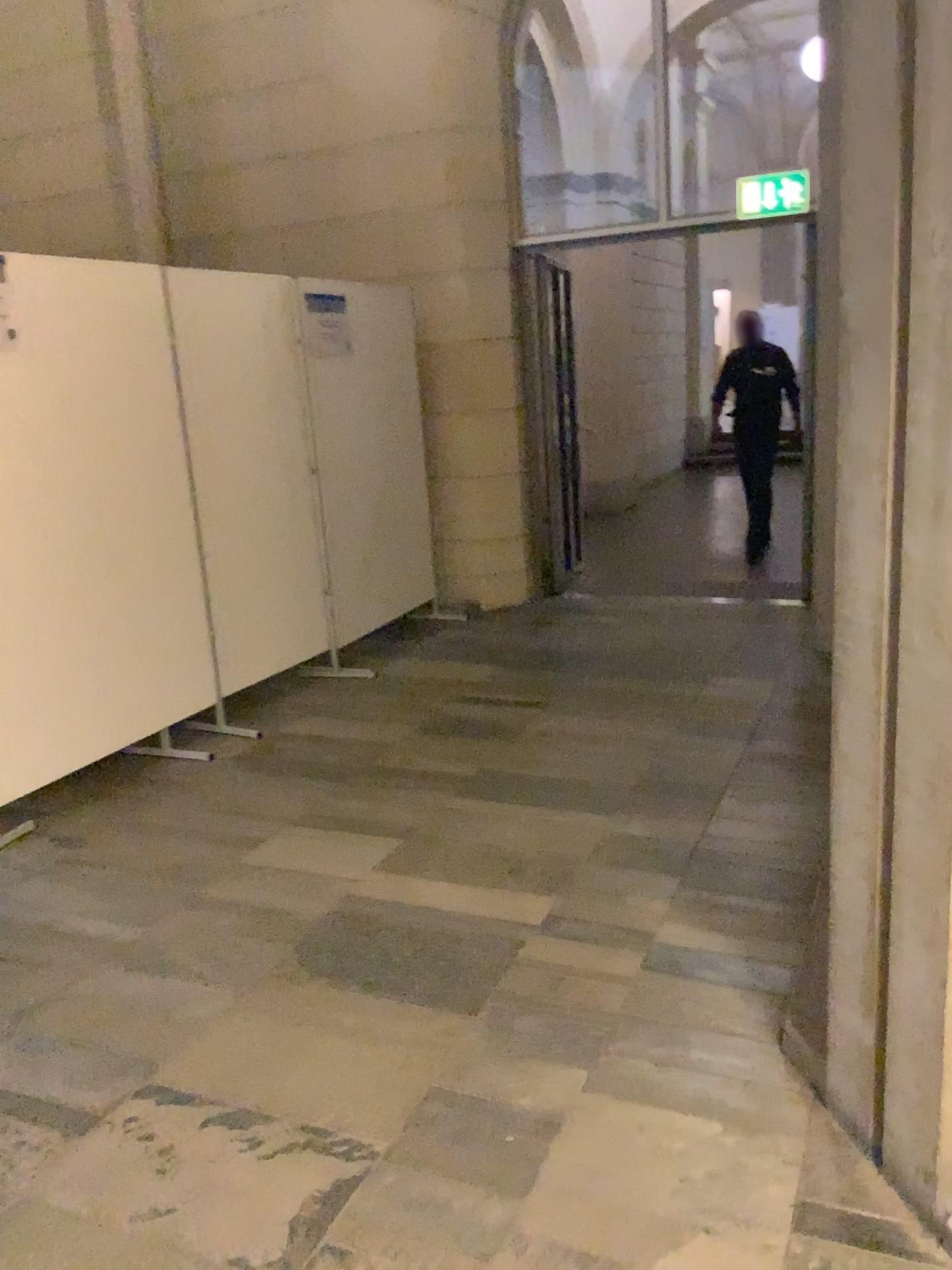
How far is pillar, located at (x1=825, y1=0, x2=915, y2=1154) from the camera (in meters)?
1.55

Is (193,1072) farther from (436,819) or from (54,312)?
(54,312)

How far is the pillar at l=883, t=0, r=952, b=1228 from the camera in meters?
1.5

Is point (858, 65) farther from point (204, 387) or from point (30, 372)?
point (204, 387)

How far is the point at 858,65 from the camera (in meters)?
1.55

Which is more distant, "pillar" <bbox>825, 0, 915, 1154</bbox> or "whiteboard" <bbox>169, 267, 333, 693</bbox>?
"whiteboard" <bbox>169, 267, 333, 693</bbox>

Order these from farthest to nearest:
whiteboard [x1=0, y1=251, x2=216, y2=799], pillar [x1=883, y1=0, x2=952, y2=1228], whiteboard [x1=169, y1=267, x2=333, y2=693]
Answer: whiteboard [x1=169, y1=267, x2=333, y2=693], whiteboard [x1=0, y1=251, x2=216, y2=799], pillar [x1=883, y1=0, x2=952, y2=1228]

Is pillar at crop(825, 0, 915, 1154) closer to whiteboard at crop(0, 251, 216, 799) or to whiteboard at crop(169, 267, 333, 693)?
whiteboard at crop(0, 251, 216, 799)

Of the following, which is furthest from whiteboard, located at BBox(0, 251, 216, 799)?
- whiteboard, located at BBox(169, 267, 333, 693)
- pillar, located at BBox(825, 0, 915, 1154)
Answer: pillar, located at BBox(825, 0, 915, 1154)

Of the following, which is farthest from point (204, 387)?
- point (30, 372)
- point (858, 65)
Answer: point (858, 65)
